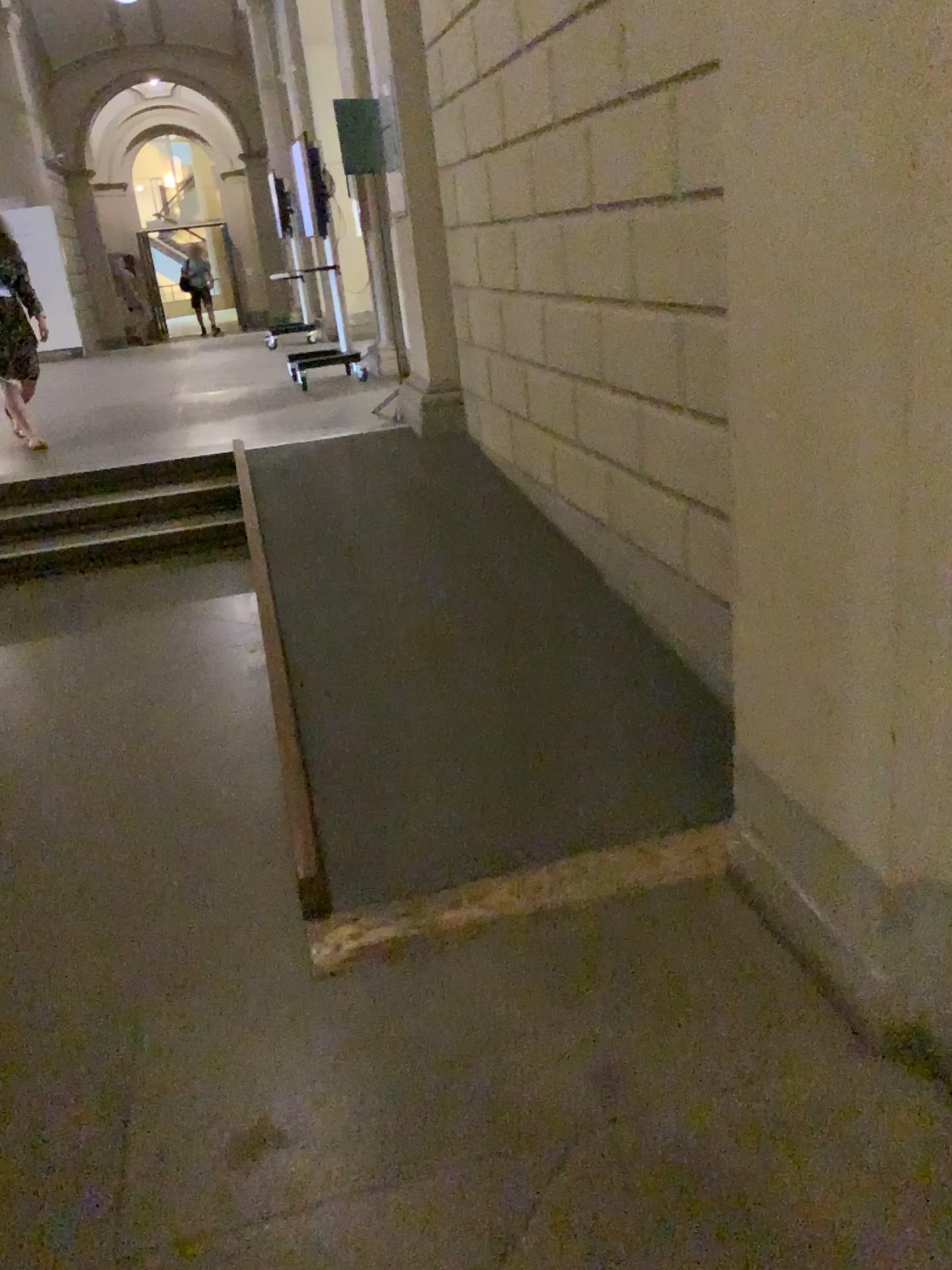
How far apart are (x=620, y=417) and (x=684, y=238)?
0.8m
